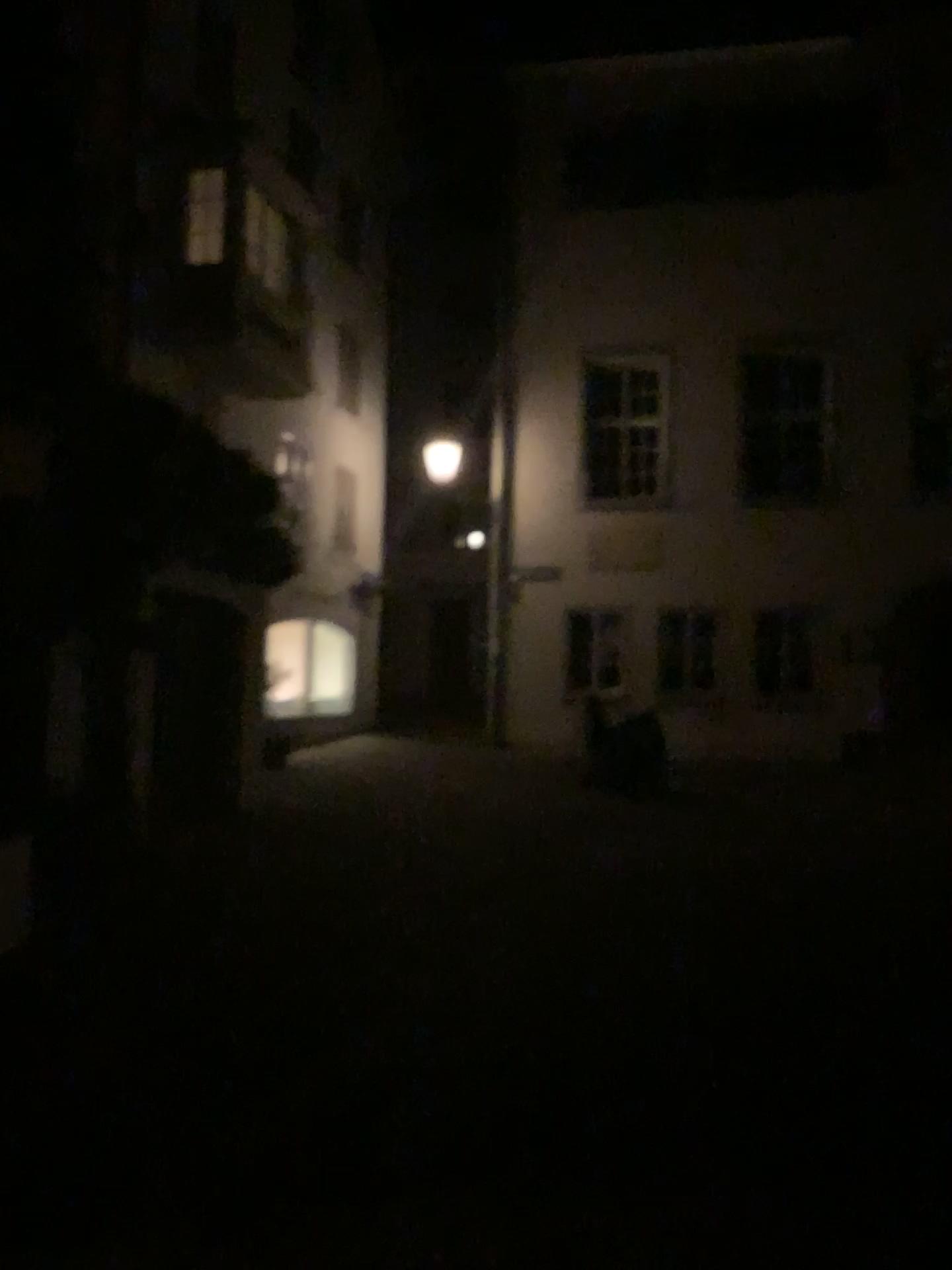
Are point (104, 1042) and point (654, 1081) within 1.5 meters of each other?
no
